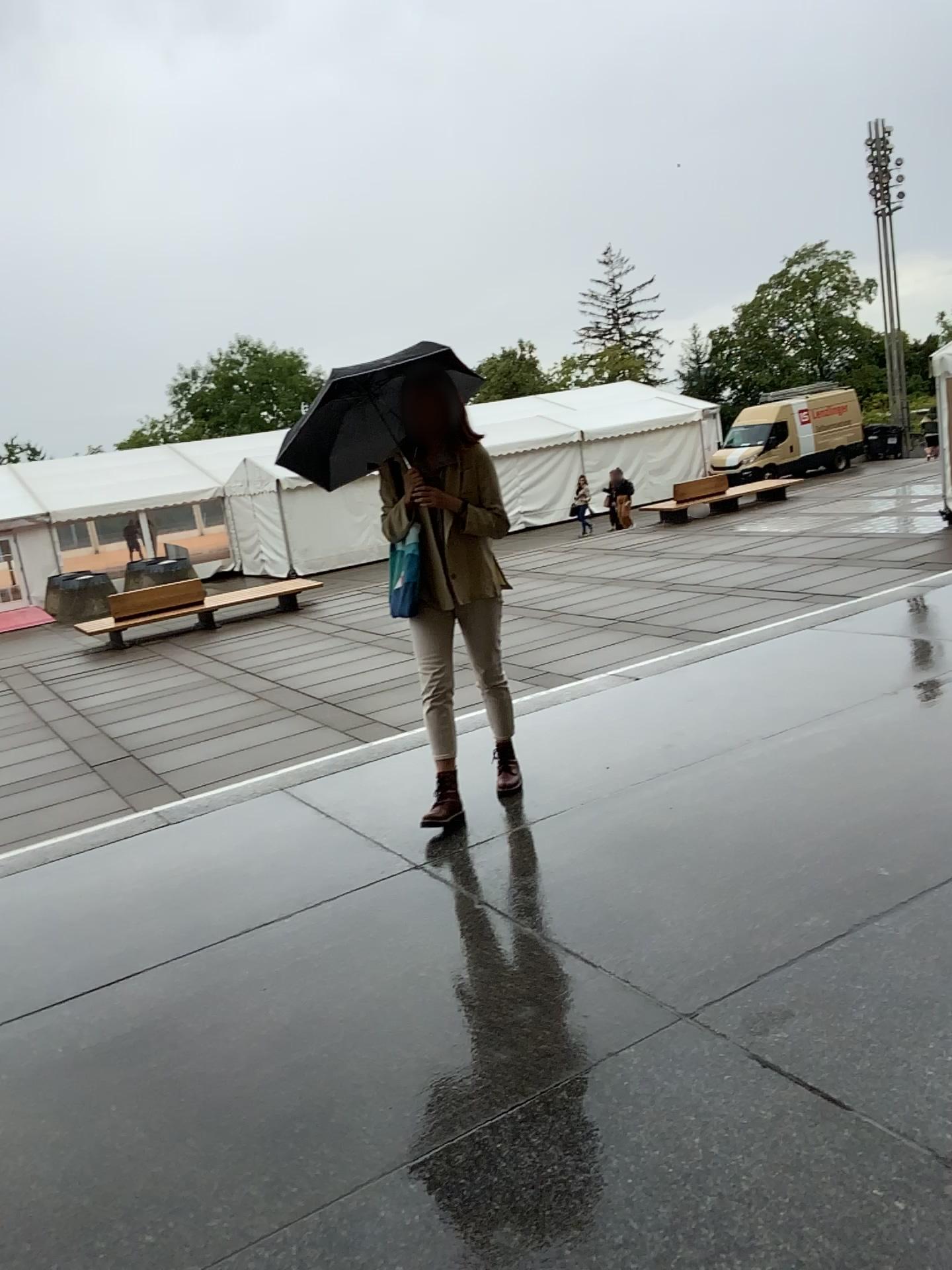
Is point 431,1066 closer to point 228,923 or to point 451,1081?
point 451,1081

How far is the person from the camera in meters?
3.9 m

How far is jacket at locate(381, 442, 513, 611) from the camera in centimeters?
402cm

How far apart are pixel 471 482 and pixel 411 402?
Answer: 0.37m

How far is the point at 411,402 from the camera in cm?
394

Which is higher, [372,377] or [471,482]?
[372,377]
